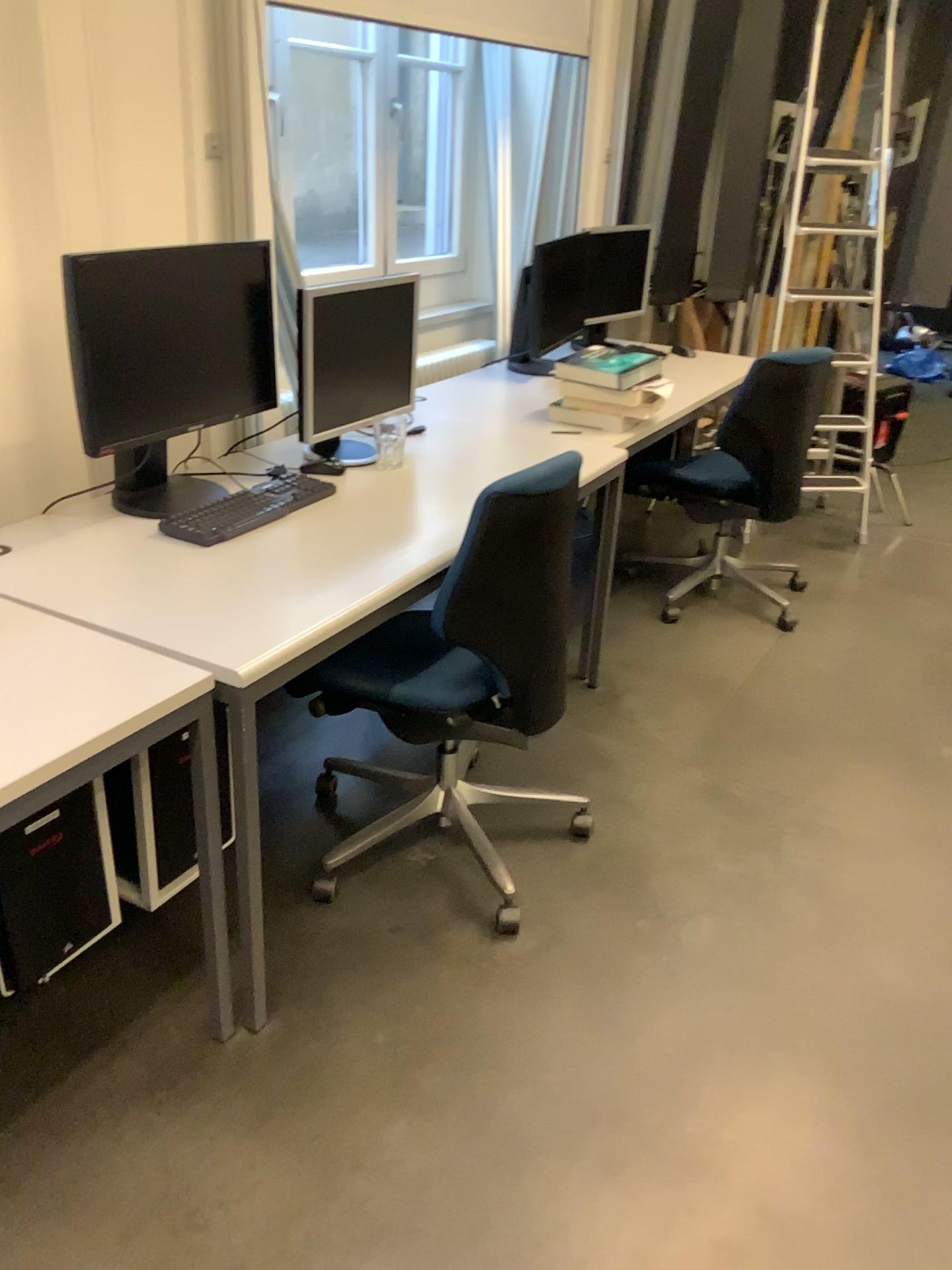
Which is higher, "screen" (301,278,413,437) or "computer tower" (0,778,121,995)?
"screen" (301,278,413,437)

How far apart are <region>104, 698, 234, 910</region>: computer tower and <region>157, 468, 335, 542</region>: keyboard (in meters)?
0.40

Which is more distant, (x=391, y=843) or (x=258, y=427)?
(x=258, y=427)

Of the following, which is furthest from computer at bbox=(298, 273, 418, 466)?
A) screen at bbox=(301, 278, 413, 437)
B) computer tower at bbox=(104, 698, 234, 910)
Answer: computer tower at bbox=(104, 698, 234, 910)

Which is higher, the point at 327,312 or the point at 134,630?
the point at 327,312

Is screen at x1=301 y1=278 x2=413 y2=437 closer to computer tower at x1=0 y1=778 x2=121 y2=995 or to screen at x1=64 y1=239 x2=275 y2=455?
screen at x1=64 y1=239 x2=275 y2=455

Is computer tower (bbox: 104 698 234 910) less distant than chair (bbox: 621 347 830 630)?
Yes

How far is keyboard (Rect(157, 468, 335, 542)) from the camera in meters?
2.1

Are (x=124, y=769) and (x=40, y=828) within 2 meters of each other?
yes

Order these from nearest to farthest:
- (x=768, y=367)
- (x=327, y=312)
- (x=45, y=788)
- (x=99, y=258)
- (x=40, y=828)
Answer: (x=45, y=788), (x=40, y=828), (x=99, y=258), (x=327, y=312), (x=768, y=367)
